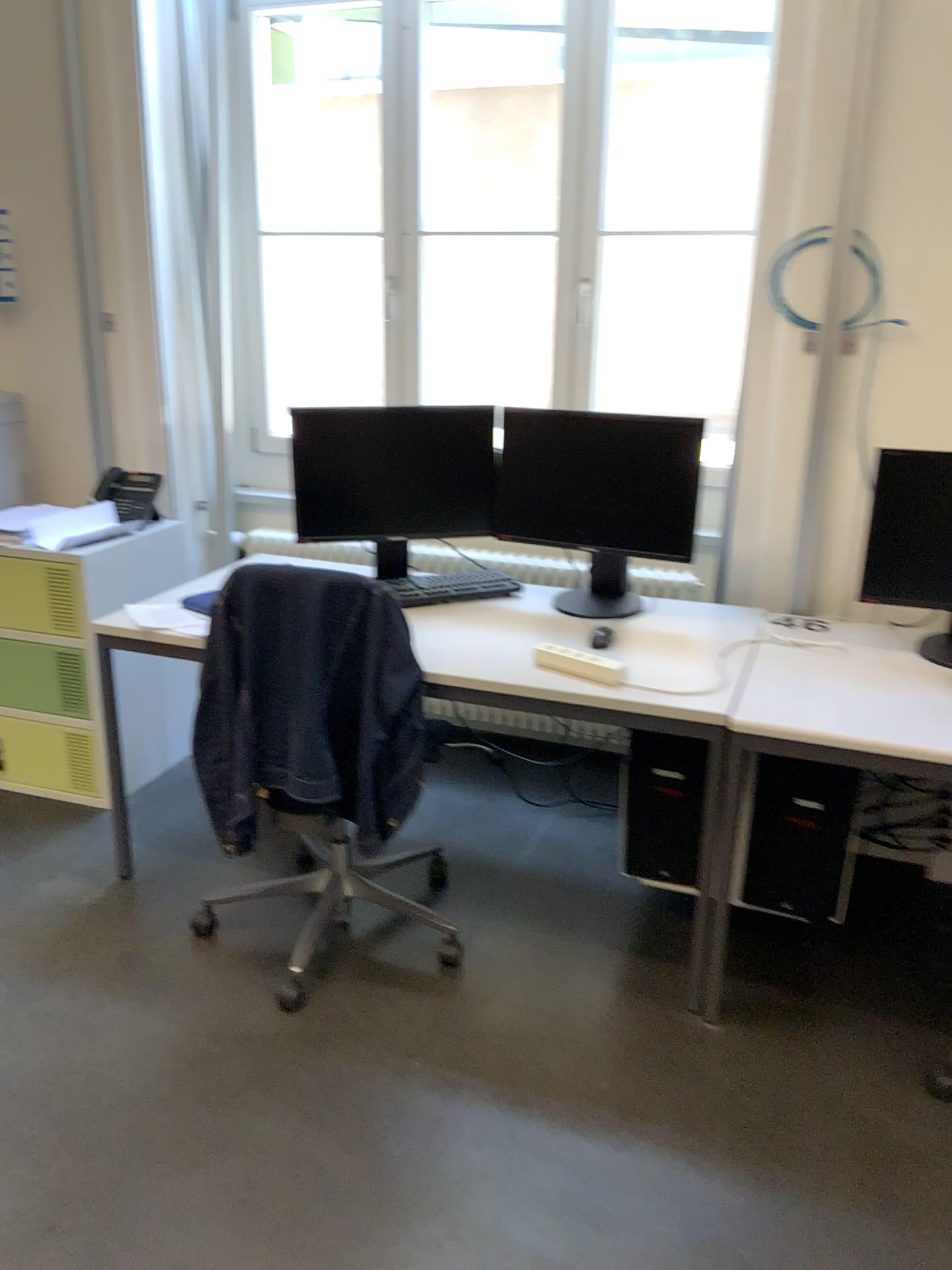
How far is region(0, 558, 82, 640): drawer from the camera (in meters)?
3.11

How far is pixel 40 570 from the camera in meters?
3.1 m

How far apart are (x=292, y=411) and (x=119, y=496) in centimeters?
96cm

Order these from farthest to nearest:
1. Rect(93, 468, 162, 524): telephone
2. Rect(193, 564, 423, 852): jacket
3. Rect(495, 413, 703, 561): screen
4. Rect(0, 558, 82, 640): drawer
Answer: Rect(93, 468, 162, 524): telephone, Rect(0, 558, 82, 640): drawer, Rect(495, 413, 703, 561): screen, Rect(193, 564, 423, 852): jacket

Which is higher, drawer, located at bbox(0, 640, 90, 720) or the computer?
the computer

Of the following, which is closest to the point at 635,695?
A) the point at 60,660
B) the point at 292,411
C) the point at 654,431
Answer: the point at 654,431

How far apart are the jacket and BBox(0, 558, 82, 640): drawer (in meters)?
0.96

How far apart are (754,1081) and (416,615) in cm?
132

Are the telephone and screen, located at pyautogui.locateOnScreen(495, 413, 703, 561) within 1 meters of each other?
no

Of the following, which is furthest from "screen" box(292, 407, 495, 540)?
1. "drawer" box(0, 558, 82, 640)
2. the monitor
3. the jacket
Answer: "drawer" box(0, 558, 82, 640)
